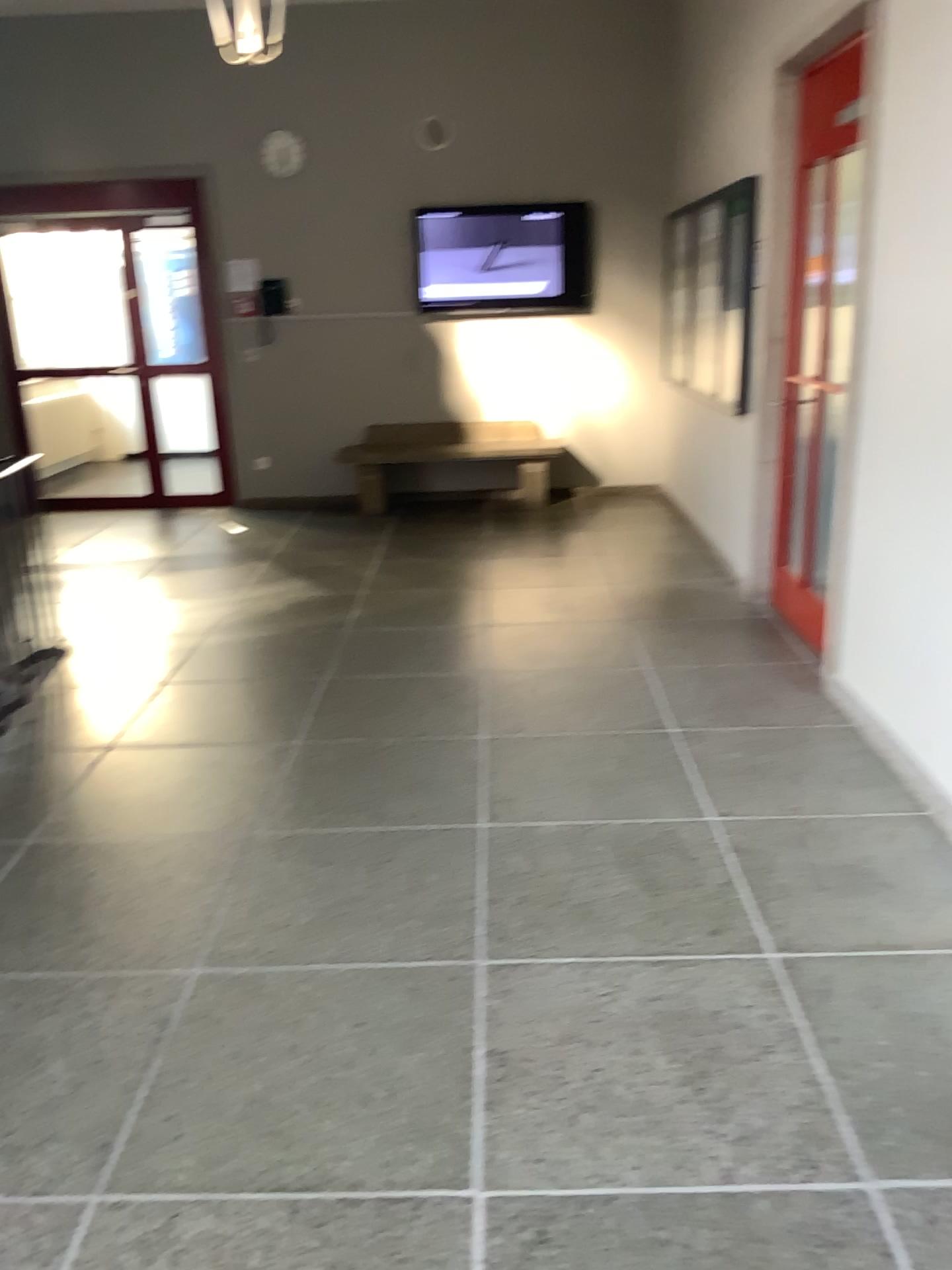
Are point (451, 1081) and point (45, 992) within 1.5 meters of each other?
yes
